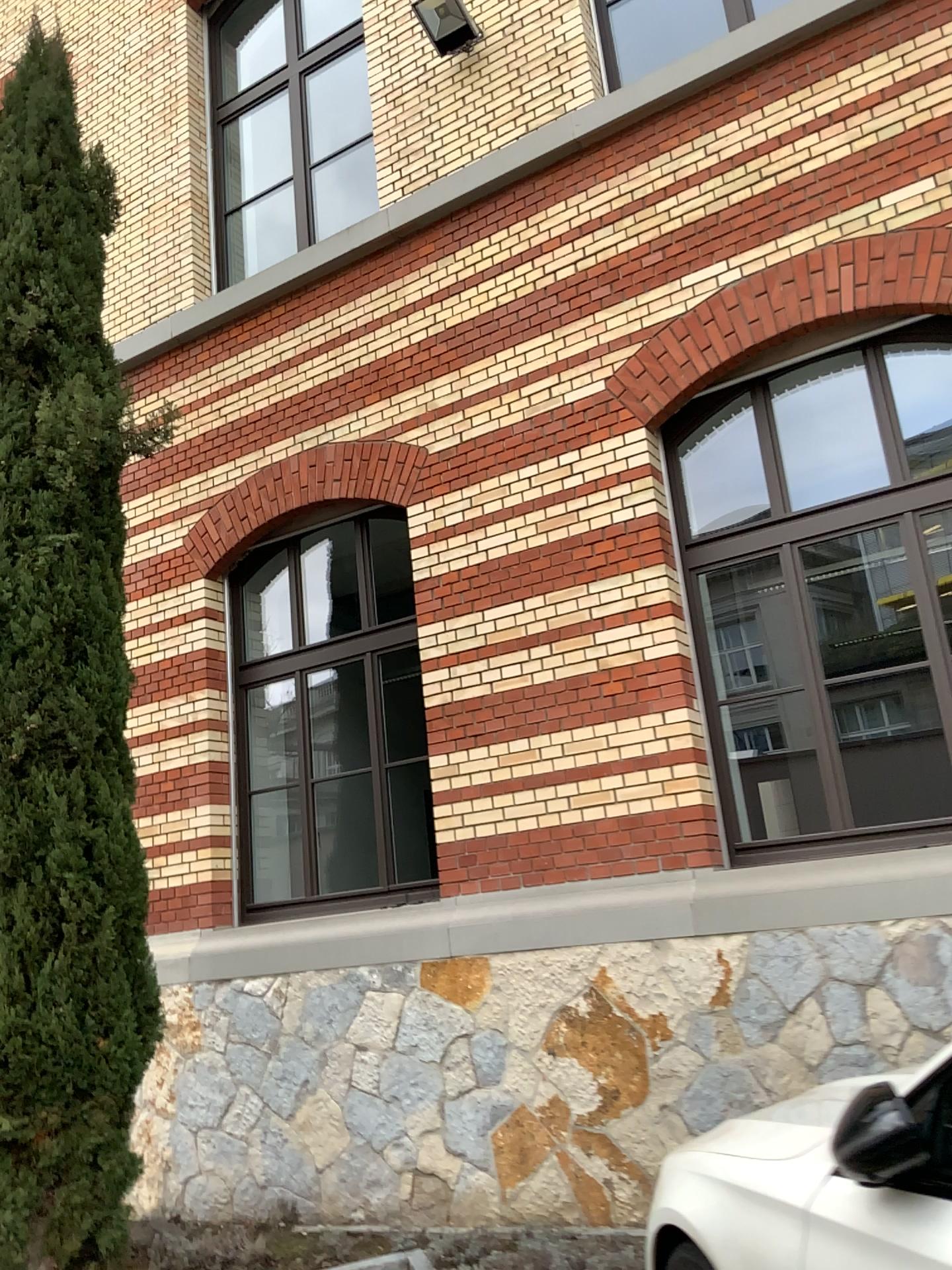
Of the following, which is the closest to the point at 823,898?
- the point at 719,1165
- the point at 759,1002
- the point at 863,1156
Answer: the point at 759,1002
